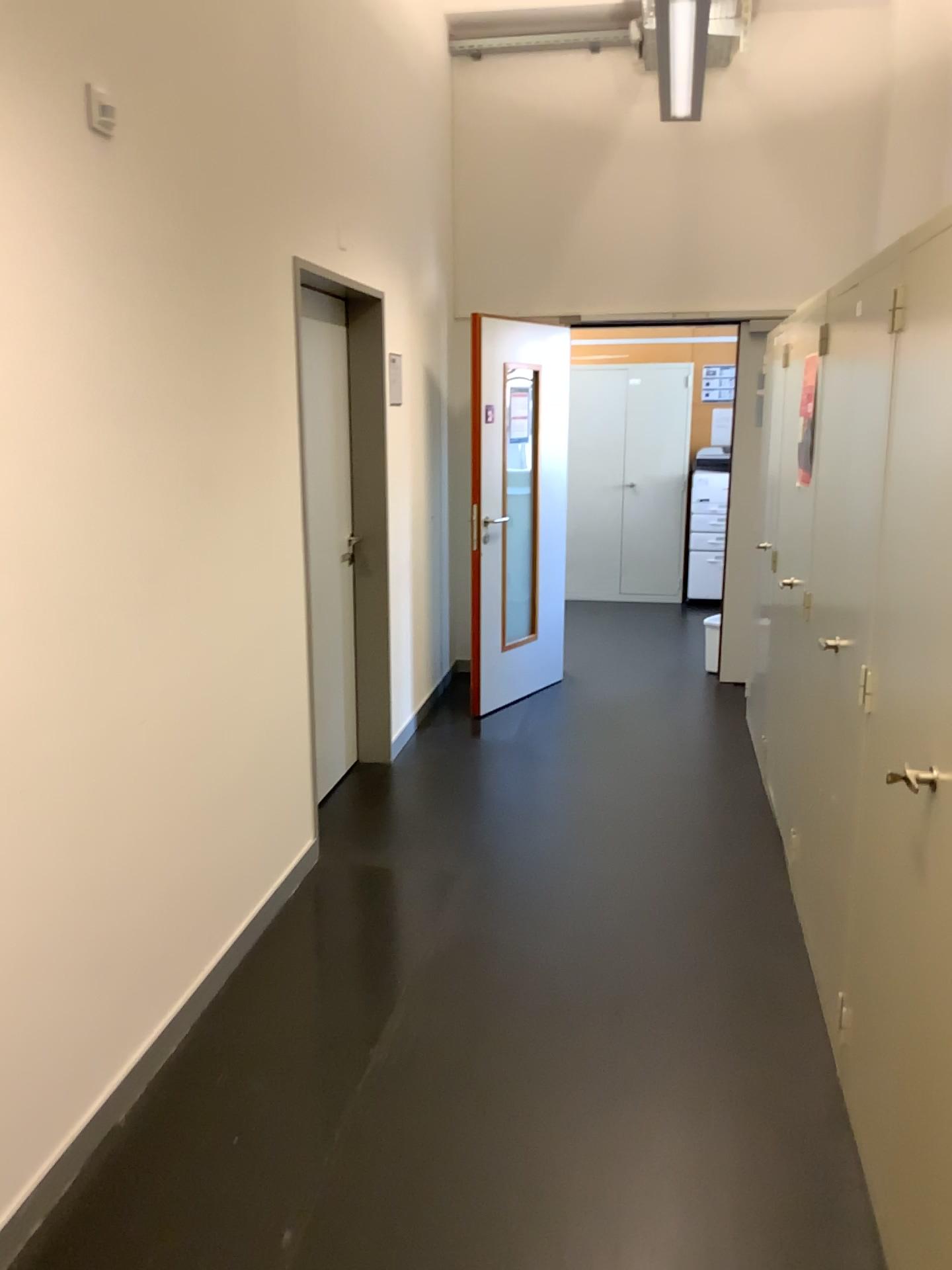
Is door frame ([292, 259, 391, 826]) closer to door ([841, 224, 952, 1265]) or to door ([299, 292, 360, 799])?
door ([299, 292, 360, 799])

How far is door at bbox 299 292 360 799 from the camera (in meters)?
4.23

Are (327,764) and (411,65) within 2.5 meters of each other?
no

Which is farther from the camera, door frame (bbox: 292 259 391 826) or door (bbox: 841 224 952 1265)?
door frame (bbox: 292 259 391 826)

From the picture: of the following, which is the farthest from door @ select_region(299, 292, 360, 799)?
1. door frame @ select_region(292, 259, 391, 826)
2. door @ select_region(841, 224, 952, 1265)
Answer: door @ select_region(841, 224, 952, 1265)

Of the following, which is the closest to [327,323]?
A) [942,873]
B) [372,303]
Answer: [372,303]

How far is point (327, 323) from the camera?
4.23m

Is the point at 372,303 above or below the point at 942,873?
above

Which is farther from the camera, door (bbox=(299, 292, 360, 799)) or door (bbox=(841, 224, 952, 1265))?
door (bbox=(299, 292, 360, 799))
